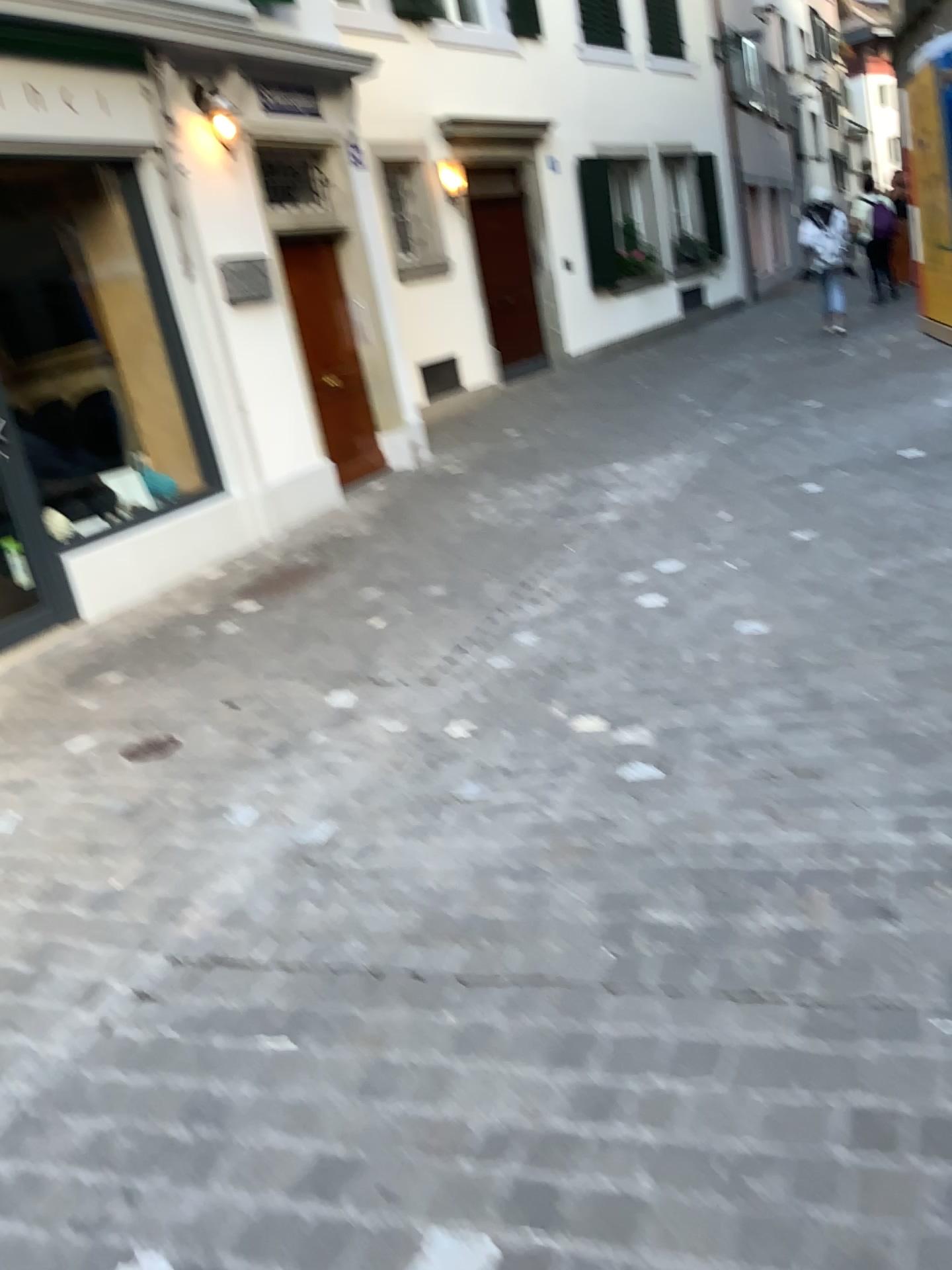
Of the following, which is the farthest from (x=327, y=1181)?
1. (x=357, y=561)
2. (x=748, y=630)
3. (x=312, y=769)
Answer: (x=357, y=561)
